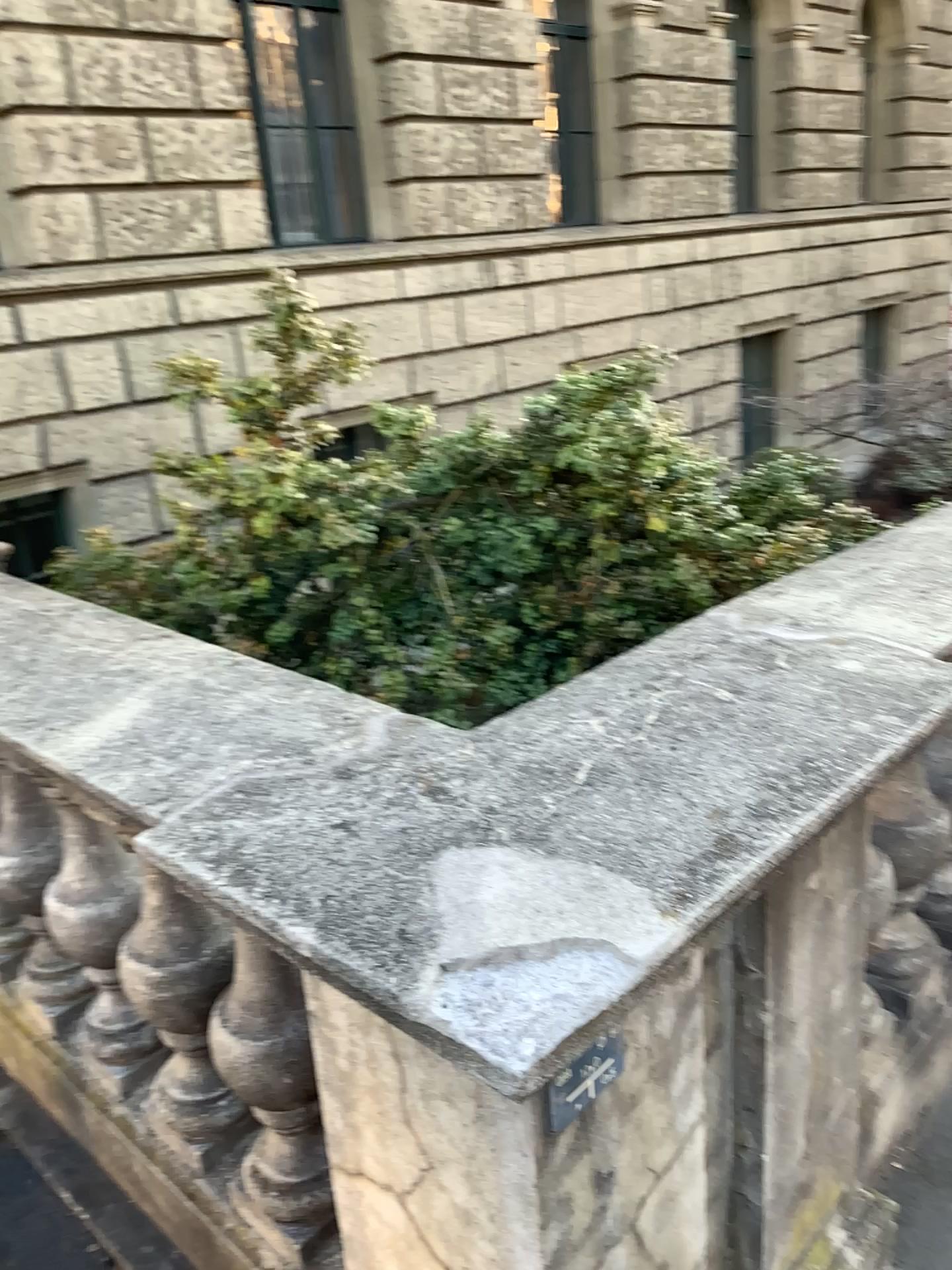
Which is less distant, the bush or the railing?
the railing

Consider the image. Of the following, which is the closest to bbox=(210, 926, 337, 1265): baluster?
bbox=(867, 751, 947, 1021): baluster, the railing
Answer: the railing

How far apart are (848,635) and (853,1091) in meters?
A: 0.7

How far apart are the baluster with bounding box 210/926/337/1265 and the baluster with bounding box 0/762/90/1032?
0.51m

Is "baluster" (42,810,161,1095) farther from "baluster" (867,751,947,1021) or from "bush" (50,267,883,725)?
"baluster" (867,751,947,1021)

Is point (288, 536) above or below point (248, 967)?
above

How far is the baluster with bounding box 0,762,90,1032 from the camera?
2.01m

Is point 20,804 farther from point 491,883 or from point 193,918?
point 491,883

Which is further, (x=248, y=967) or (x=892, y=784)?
(x=892, y=784)

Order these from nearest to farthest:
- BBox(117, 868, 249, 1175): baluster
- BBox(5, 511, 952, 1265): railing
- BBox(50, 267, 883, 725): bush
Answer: BBox(5, 511, 952, 1265): railing → BBox(117, 868, 249, 1175): baluster → BBox(50, 267, 883, 725): bush
